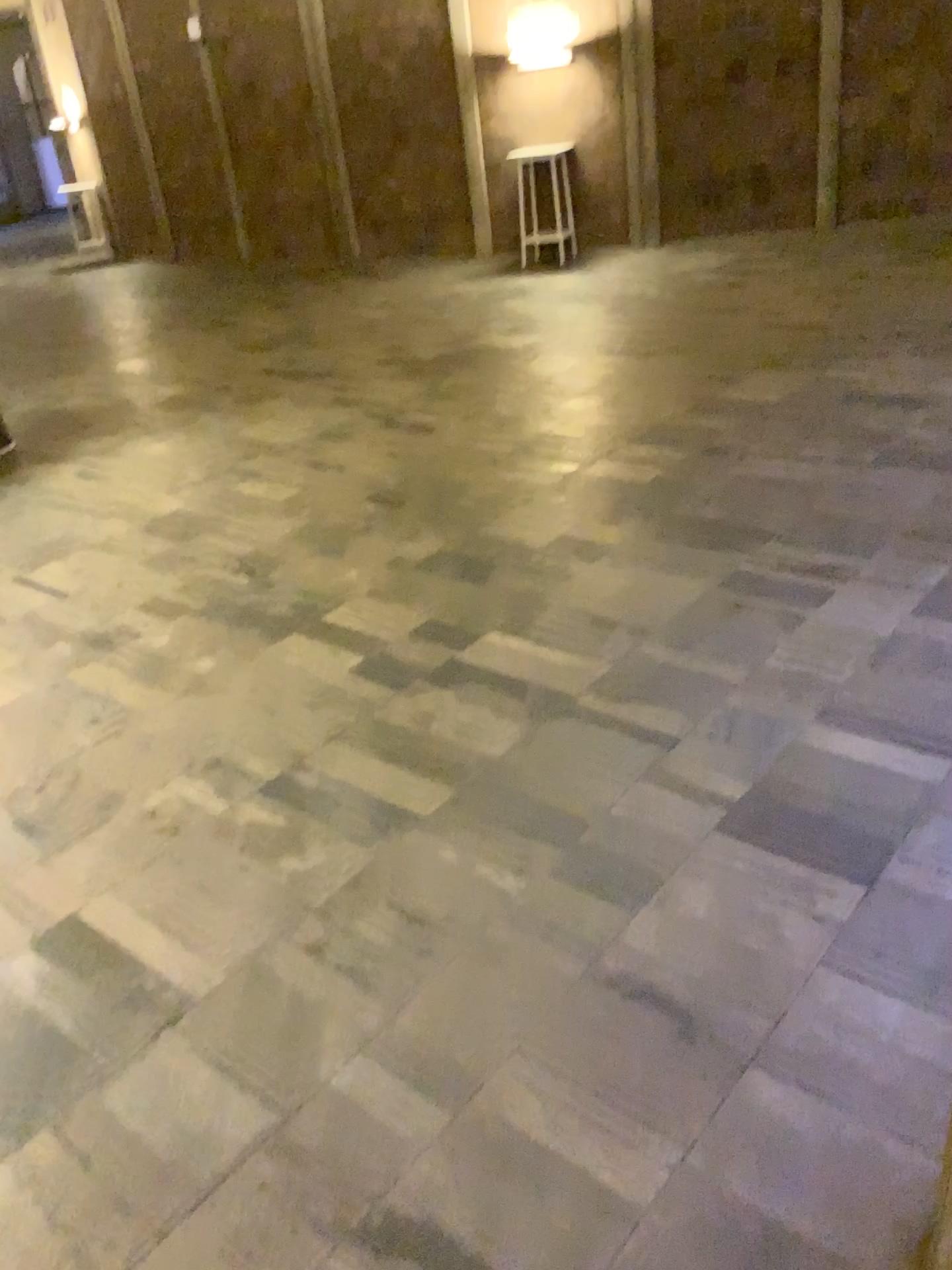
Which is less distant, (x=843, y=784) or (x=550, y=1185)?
(x=550, y=1185)
